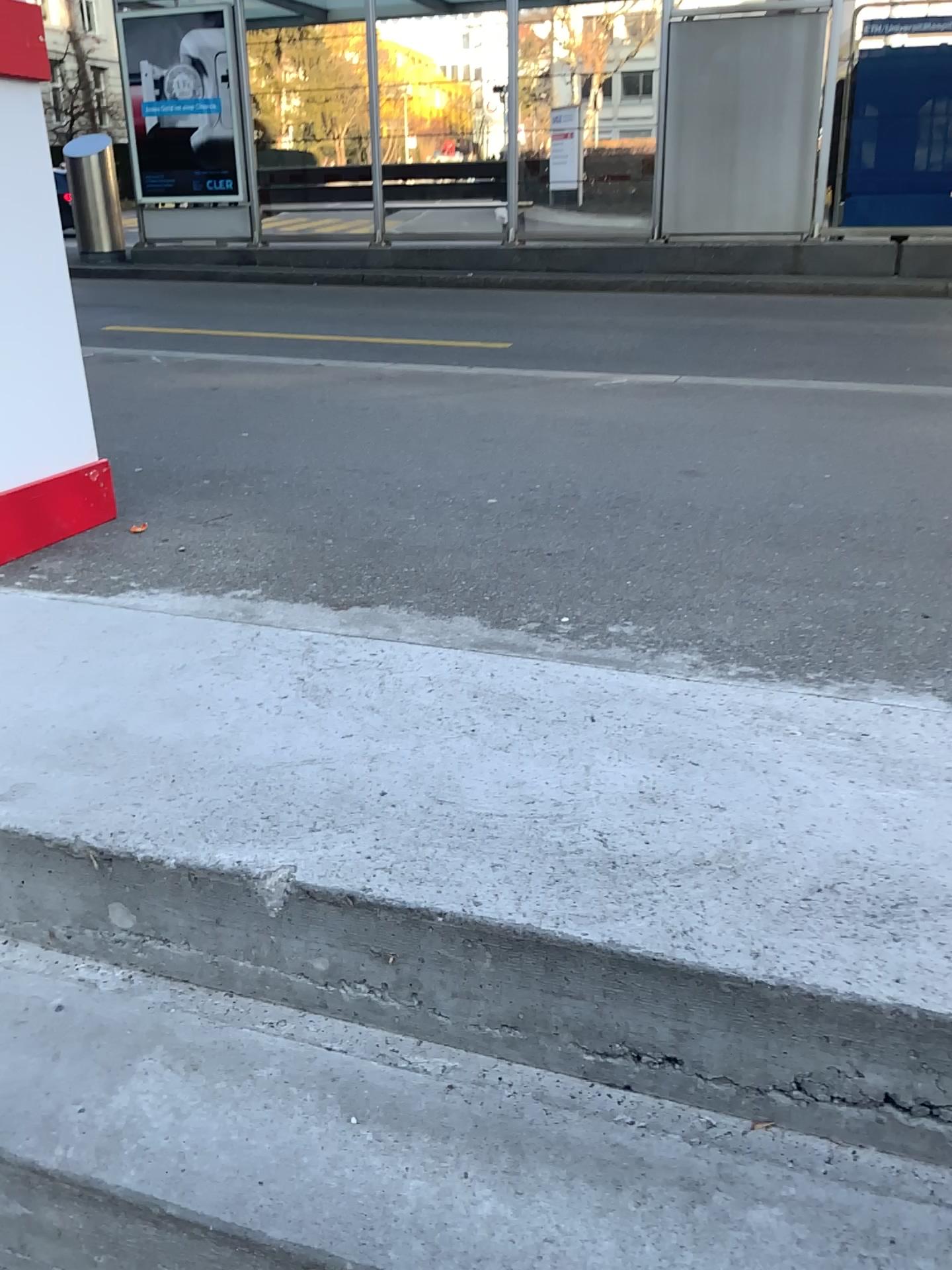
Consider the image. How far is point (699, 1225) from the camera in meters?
1.0 m

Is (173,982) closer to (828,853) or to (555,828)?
(555,828)

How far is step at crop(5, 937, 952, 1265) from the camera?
1.0 meters
